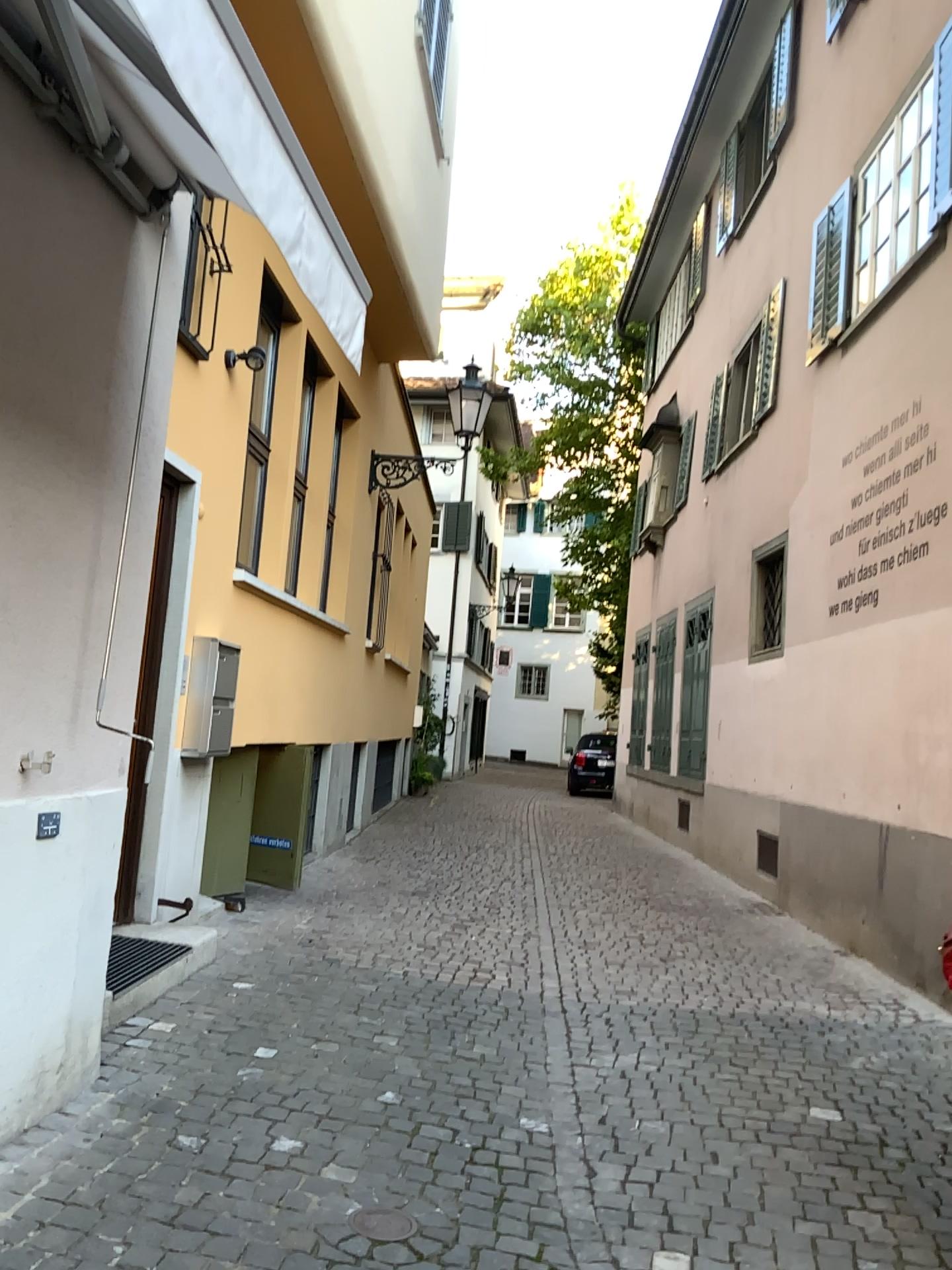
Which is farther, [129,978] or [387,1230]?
[129,978]

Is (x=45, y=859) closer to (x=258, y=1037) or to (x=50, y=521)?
(x=50, y=521)

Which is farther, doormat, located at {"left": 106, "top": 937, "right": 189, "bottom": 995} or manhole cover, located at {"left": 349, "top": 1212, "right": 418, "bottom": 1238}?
doormat, located at {"left": 106, "top": 937, "right": 189, "bottom": 995}
